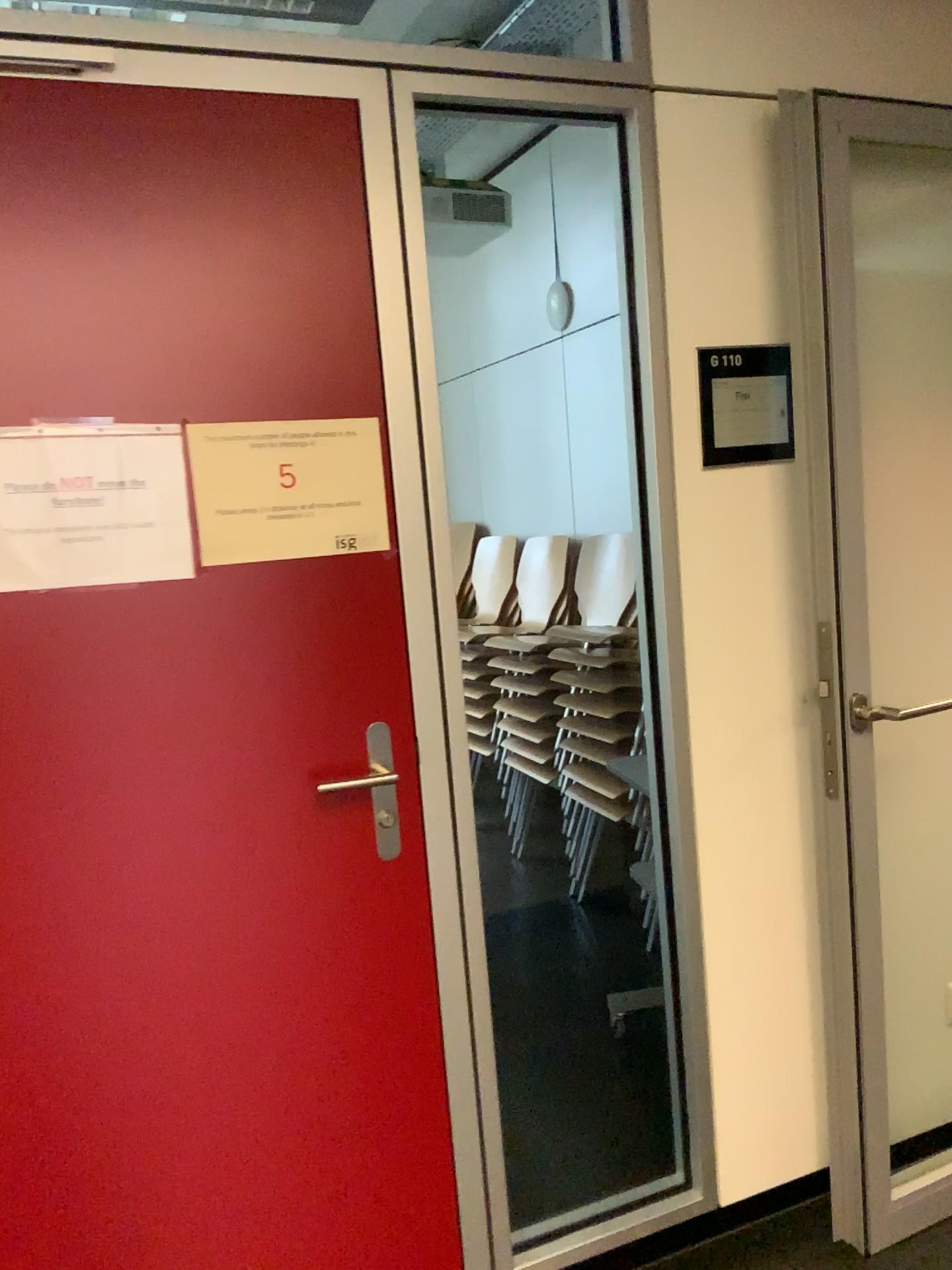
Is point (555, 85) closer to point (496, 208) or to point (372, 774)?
point (372, 774)

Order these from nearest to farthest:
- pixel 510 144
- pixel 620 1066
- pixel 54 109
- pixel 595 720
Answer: pixel 54 109 < pixel 620 1066 < pixel 595 720 < pixel 510 144

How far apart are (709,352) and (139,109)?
1.0m

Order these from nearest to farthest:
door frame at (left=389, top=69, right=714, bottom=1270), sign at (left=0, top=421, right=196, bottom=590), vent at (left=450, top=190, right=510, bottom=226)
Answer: sign at (left=0, top=421, right=196, bottom=590) → door frame at (left=389, top=69, right=714, bottom=1270) → vent at (left=450, top=190, right=510, bottom=226)

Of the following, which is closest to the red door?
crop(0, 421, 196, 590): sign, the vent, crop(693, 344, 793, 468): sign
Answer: crop(0, 421, 196, 590): sign

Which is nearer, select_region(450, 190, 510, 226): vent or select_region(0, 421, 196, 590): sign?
select_region(0, 421, 196, 590): sign

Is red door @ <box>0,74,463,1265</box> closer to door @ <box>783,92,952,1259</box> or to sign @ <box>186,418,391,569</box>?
sign @ <box>186,418,391,569</box>

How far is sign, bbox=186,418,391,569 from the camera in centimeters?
157cm

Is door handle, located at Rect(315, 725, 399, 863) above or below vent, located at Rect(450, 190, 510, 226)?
below

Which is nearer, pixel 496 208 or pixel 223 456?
pixel 223 456
